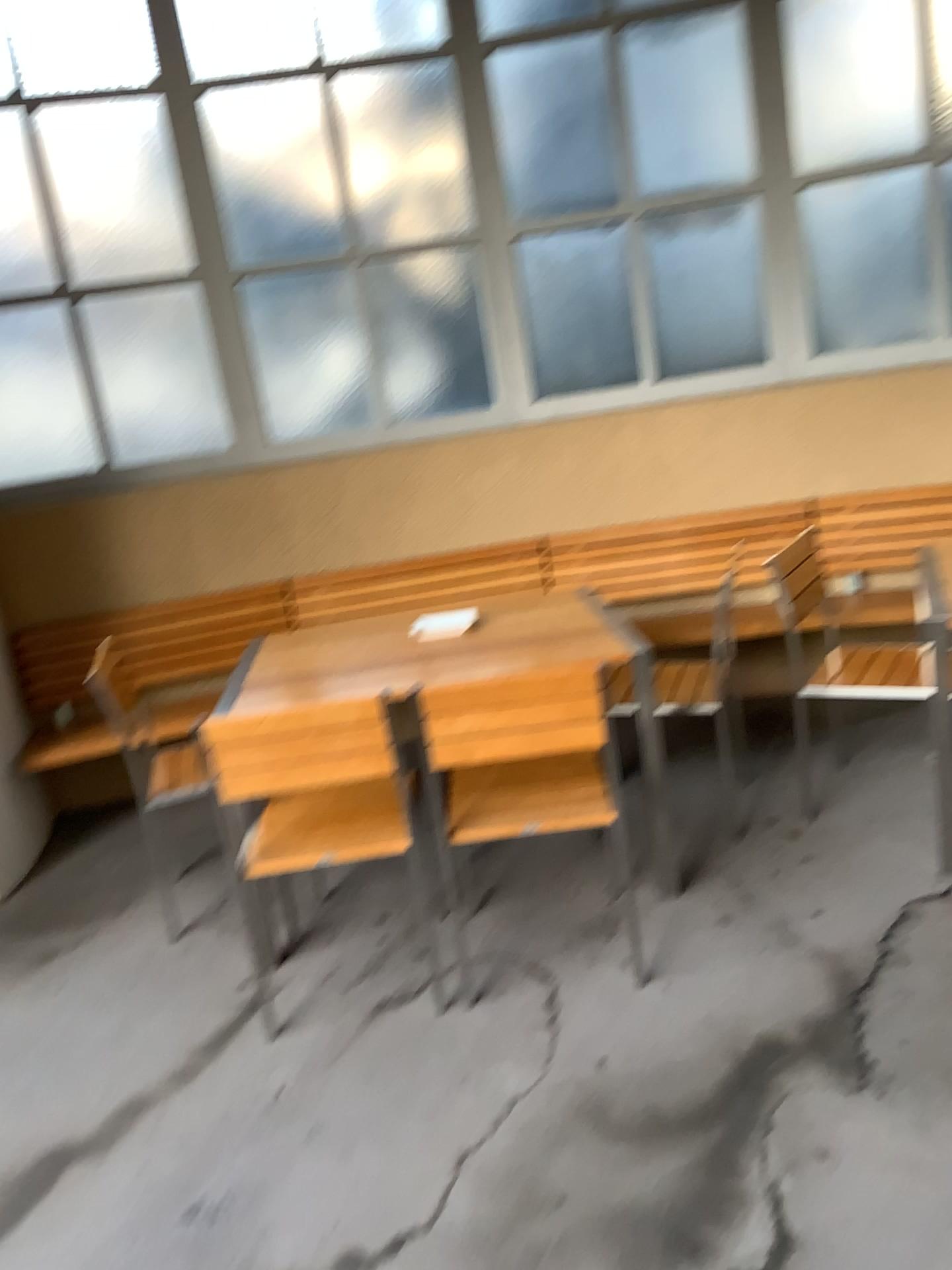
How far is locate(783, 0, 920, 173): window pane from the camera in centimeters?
394cm

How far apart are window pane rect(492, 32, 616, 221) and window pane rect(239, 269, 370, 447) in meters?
0.7

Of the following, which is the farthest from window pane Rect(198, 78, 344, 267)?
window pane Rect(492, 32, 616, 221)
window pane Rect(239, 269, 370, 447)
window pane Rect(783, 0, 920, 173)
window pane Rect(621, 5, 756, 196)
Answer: window pane Rect(783, 0, 920, 173)

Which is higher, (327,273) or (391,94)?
(391,94)

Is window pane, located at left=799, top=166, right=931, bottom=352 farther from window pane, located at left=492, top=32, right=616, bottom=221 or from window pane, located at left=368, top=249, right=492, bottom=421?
window pane, located at left=368, top=249, right=492, bottom=421

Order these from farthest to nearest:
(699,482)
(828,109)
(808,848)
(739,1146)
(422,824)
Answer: (699,482) → (828,109) → (808,848) → (422,824) → (739,1146)

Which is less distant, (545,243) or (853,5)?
(853,5)

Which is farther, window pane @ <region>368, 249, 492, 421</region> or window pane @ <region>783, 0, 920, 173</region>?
window pane @ <region>368, 249, 492, 421</region>

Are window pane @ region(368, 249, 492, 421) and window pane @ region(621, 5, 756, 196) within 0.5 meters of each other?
no

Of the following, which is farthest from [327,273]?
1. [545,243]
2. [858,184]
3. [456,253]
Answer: [858,184]
